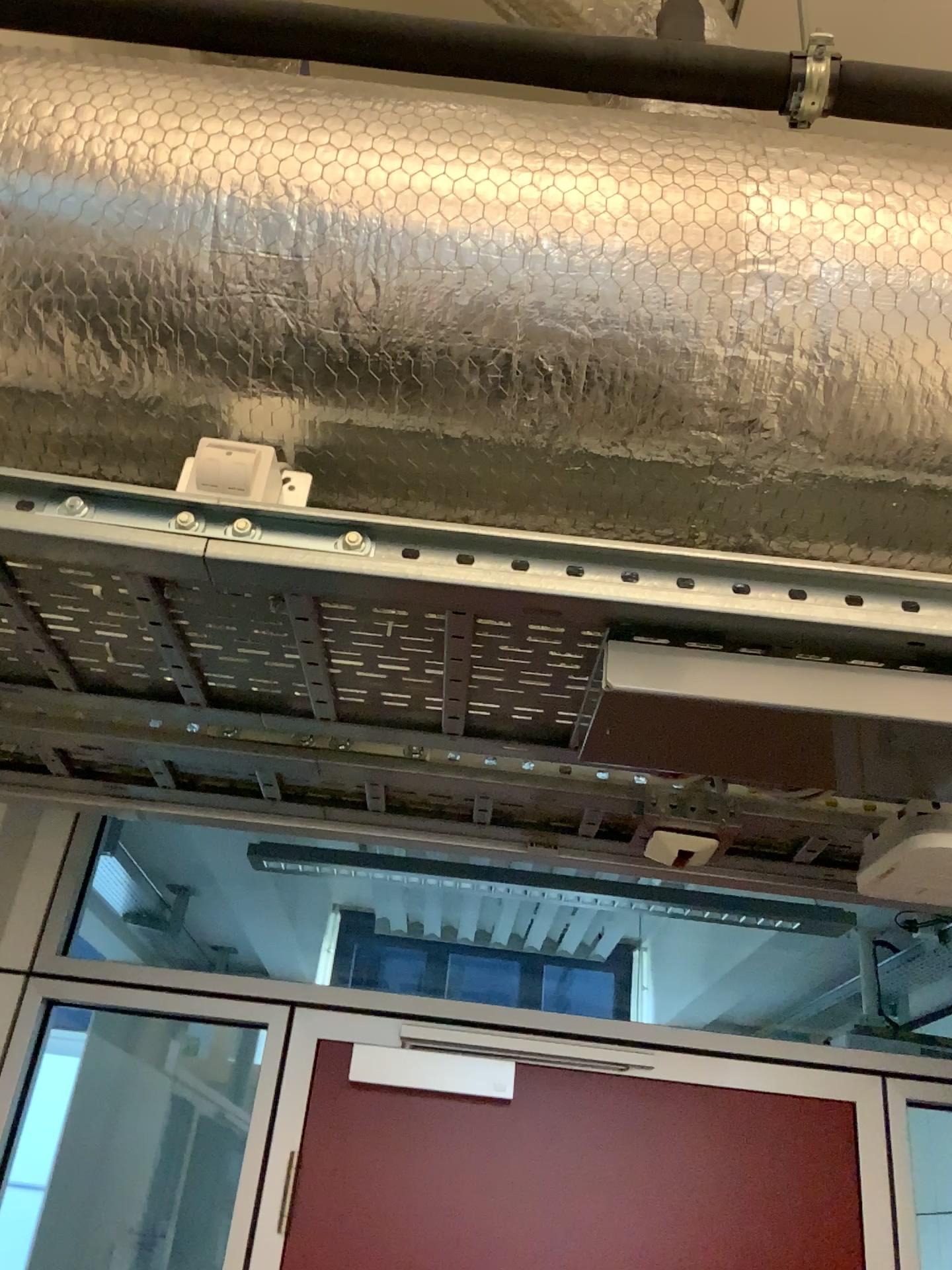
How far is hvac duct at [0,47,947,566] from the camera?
1.0m

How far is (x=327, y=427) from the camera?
1.06m

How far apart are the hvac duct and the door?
1.2 meters

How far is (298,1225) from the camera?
1.70m

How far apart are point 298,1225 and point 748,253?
1.59m

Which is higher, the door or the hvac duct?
the hvac duct

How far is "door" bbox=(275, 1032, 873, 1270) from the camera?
1.7m

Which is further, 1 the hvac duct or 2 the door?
2 the door

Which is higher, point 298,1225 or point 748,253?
point 748,253
